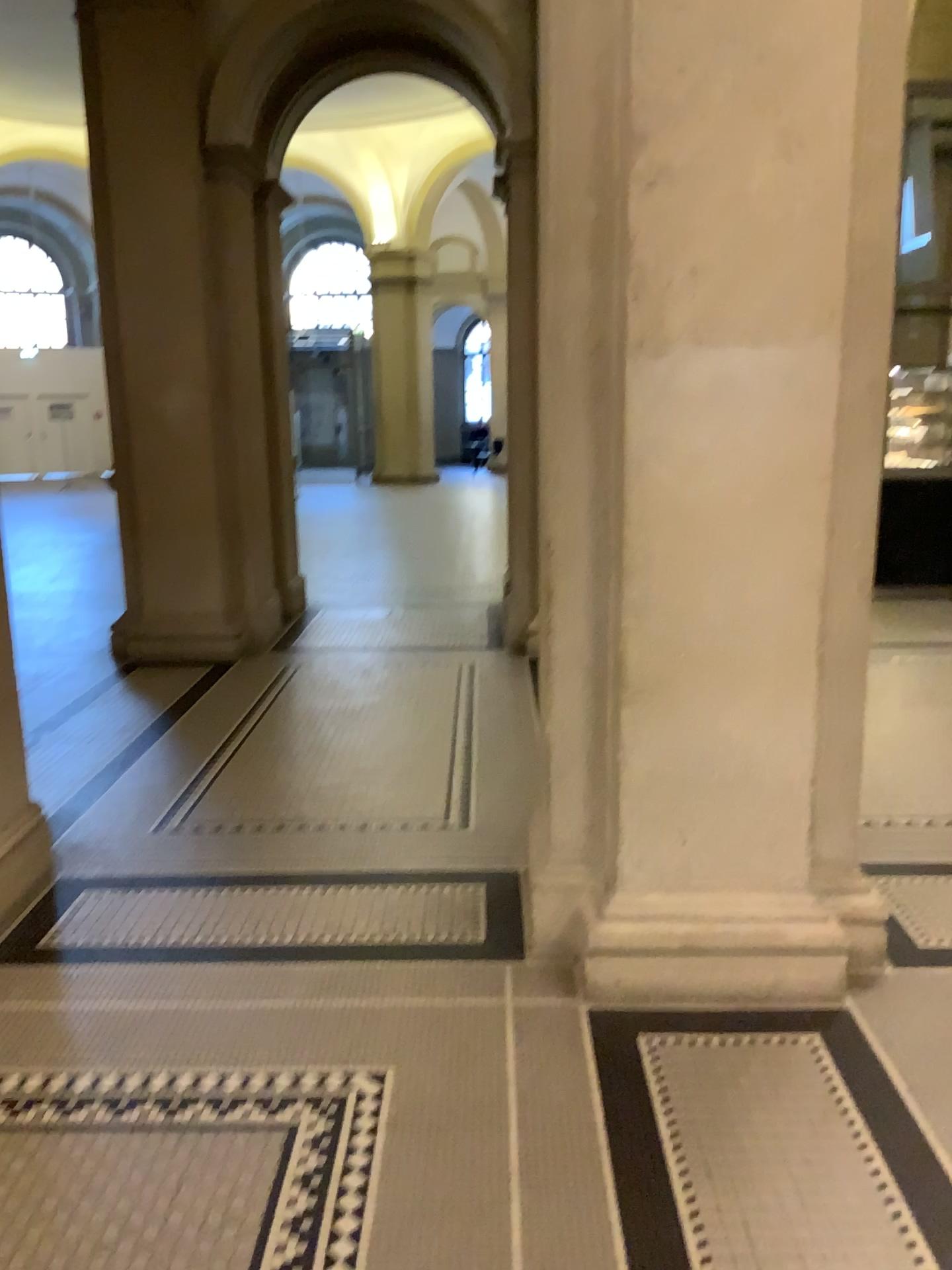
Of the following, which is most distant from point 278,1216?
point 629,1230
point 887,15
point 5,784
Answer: point 887,15

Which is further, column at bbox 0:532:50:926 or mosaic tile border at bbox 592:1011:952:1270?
column at bbox 0:532:50:926

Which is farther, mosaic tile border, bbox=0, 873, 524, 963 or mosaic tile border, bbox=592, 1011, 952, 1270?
mosaic tile border, bbox=0, 873, 524, 963

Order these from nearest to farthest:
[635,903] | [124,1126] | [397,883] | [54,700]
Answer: [124,1126], [635,903], [397,883], [54,700]

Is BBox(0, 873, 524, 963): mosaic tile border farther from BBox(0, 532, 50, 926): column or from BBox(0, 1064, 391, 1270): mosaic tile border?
BBox(0, 1064, 391, 1270): mosaic tile border

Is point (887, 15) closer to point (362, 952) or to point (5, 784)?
point (362, 952)

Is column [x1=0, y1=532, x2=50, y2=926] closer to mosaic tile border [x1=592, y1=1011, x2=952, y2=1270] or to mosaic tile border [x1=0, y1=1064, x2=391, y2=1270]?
mosaic tile border [x1=0, y1=1064, x2=391, y2=1270]

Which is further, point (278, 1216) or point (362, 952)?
point (362, 952)

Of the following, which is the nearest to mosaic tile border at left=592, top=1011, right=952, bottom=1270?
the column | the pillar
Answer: the pillar

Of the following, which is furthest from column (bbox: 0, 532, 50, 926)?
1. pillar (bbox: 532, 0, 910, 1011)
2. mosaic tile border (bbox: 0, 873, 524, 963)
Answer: pillar (bbox: 532, 0, 910, 1011)
